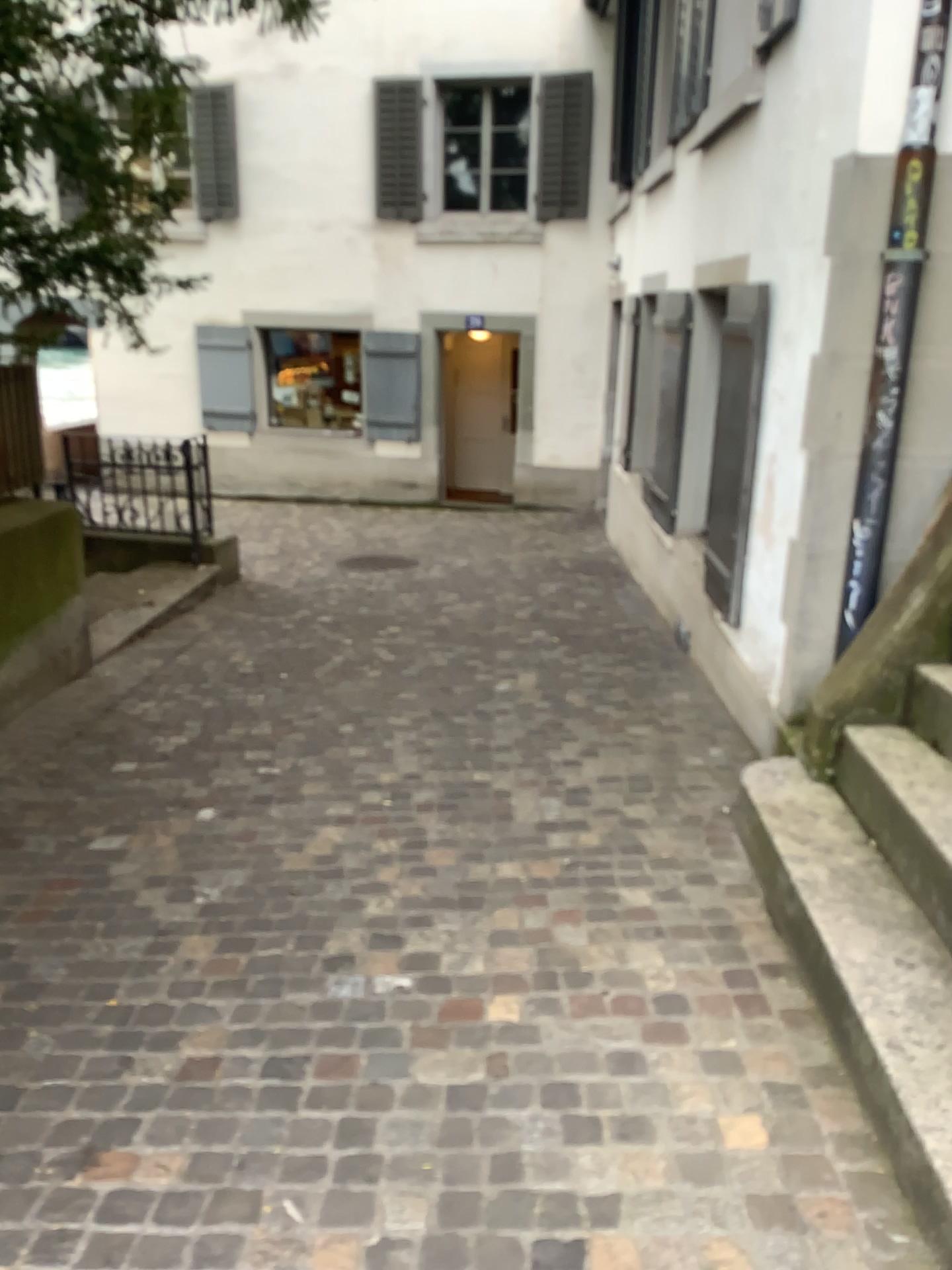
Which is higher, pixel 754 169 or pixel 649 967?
pixel 754 169
